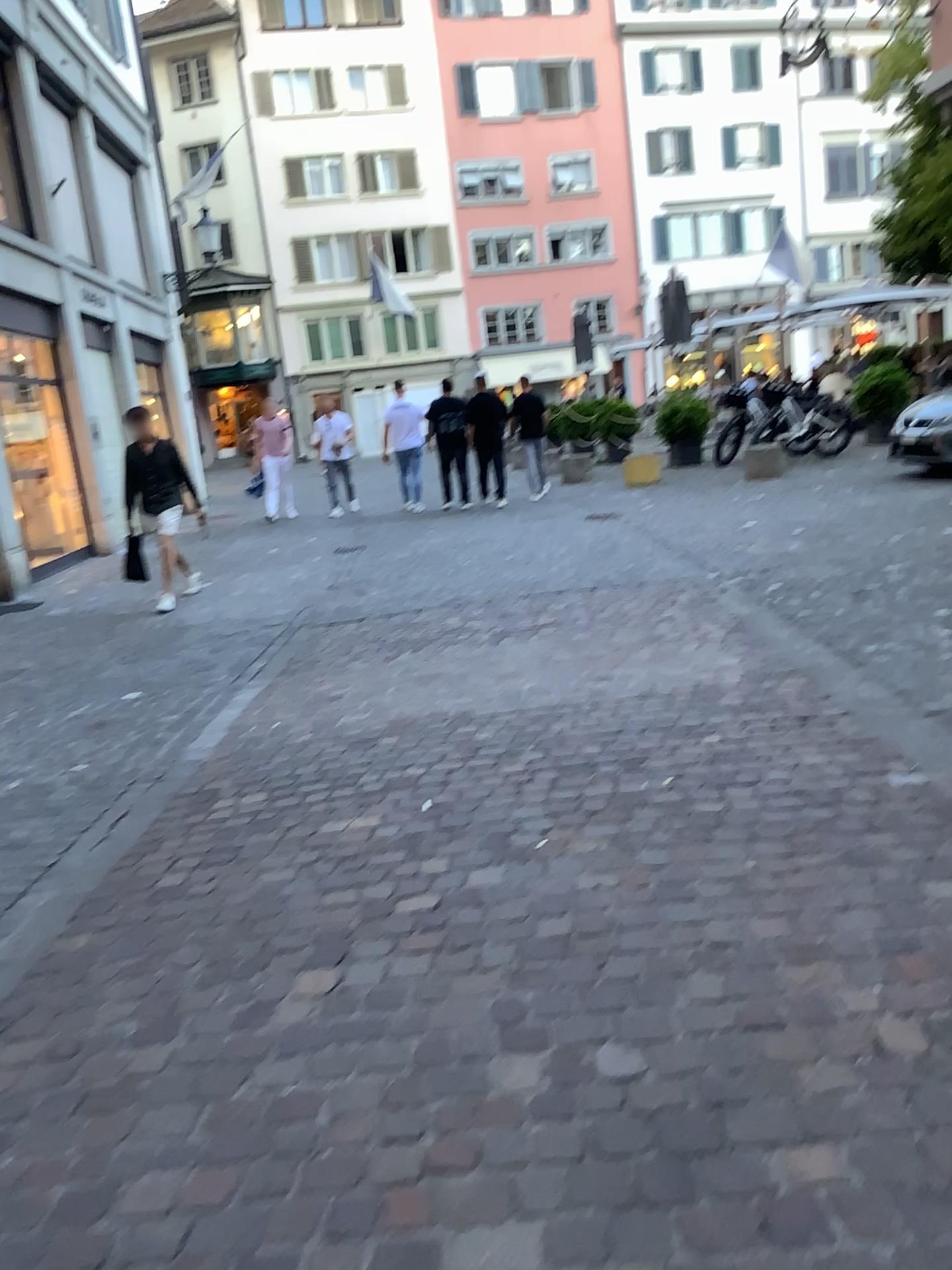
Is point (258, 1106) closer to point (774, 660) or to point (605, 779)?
point (605, 779)
